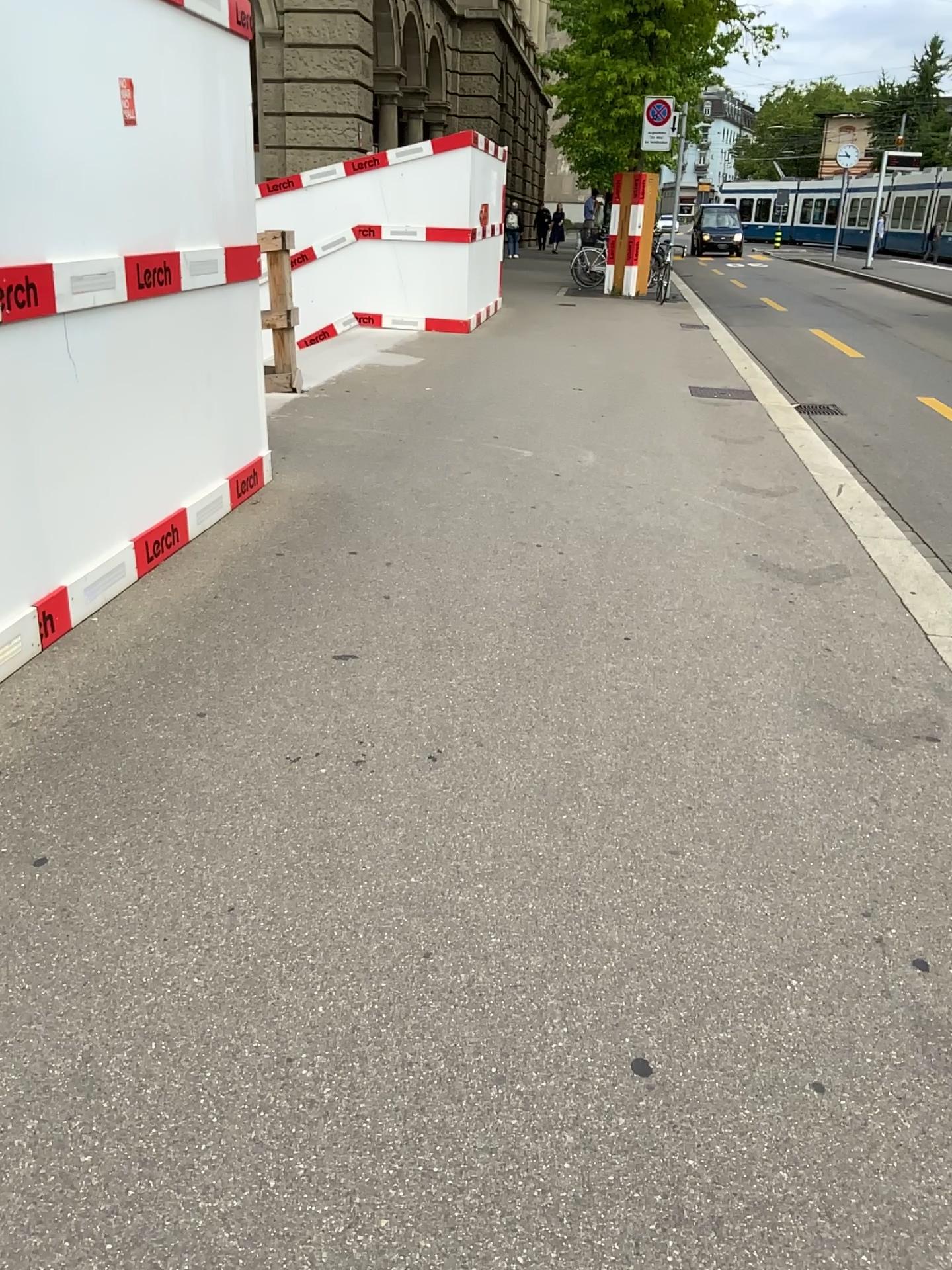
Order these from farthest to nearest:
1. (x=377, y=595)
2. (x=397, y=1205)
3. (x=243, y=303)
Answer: (x=243, y=303), (x=377, y=595), (x=397, y=1205)
